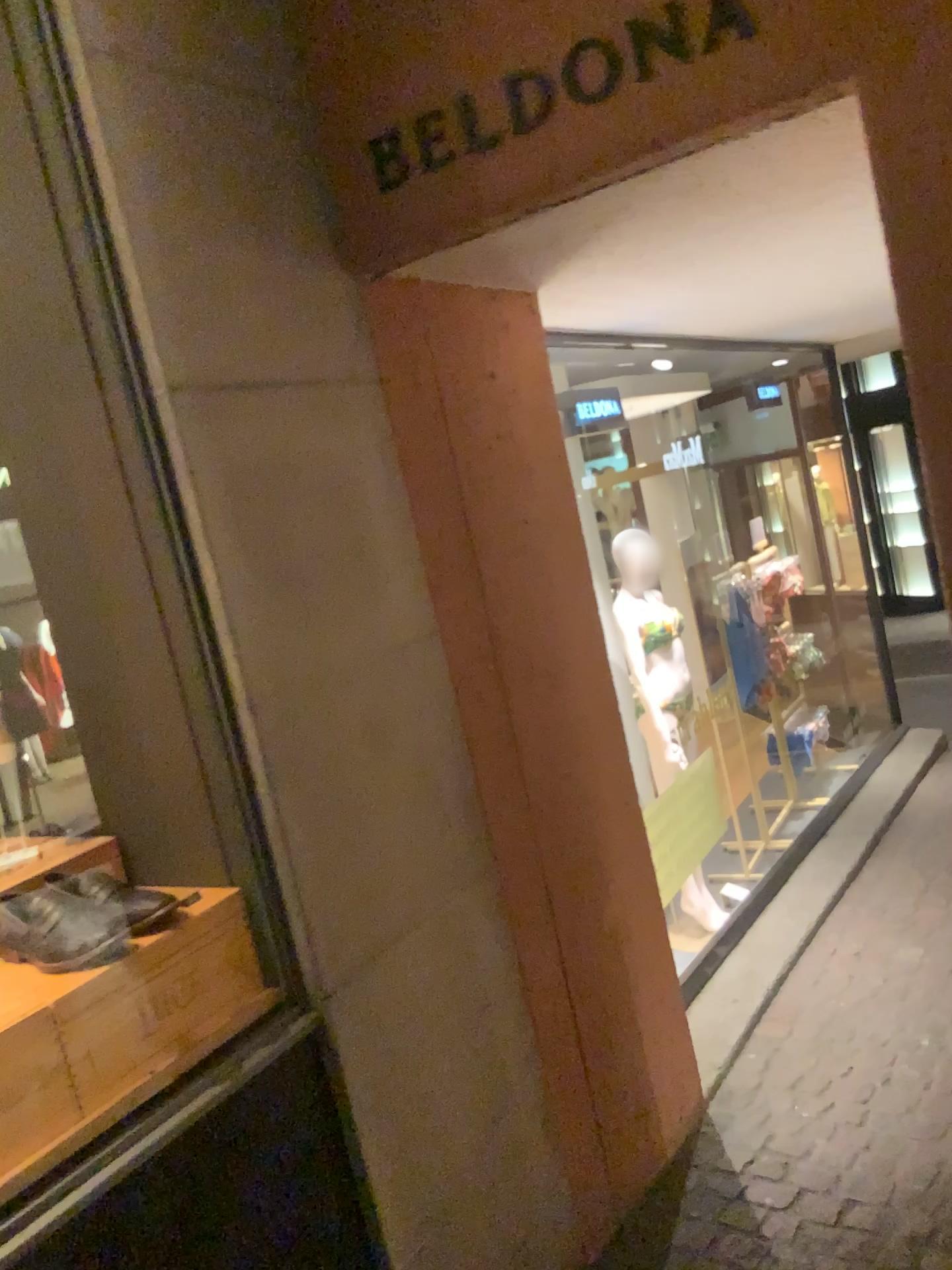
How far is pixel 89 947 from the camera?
1.5 meters

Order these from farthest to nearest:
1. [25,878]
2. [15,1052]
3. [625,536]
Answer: [625,536]
[25,878]
[15,1052]

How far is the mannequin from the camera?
4.6m

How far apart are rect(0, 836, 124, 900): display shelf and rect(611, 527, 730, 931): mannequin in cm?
298

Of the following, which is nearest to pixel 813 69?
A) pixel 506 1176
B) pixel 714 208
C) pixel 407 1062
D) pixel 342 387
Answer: pixel 714 208

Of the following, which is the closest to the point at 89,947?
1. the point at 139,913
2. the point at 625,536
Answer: the point at 139,913

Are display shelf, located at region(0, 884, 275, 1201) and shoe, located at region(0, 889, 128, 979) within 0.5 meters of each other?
yes

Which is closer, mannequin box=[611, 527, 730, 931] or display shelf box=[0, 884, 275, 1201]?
display shelf box=[0, 884, 275, 1201]

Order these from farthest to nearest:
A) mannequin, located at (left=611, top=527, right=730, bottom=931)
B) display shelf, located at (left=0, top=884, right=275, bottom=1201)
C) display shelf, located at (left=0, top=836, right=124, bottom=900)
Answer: mannequin, located at (left=611, top=527, right=730, bottom=931) < display shelf, located at (left=0, top=836, right=124, bottom=900) < display shelf, located at (left=0, top=884, right=275, bottom=1201)

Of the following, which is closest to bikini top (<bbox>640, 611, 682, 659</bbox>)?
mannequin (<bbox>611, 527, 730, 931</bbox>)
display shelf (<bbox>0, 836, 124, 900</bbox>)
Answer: mannequin (<bbox>611, 527, 730, 931</bbox>)
